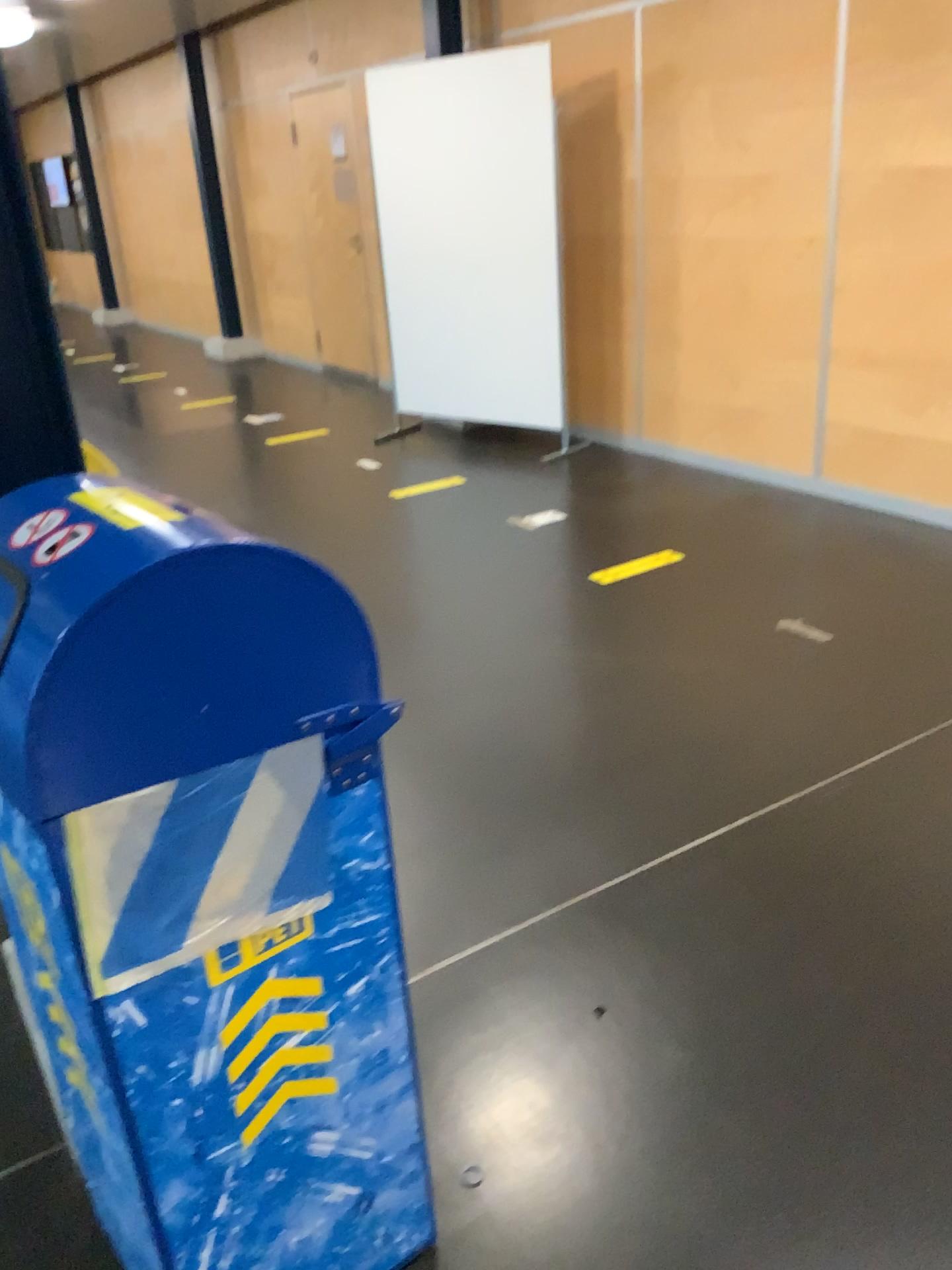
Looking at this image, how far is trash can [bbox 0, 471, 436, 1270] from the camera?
0.99m

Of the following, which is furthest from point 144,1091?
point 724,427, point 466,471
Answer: point 724,427

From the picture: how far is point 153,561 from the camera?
1.0m
